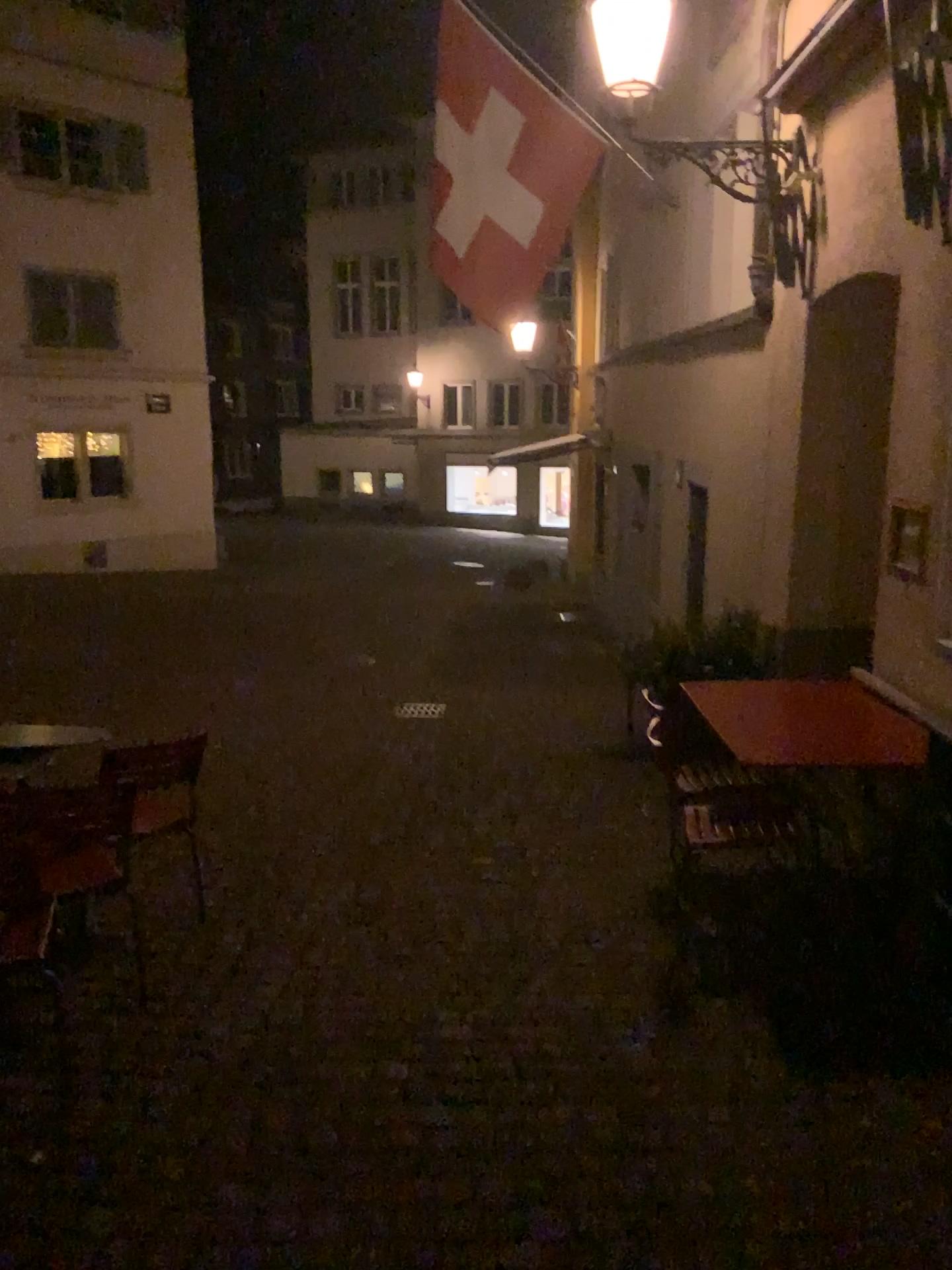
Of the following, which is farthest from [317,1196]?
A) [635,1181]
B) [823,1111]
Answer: [823,1111]
